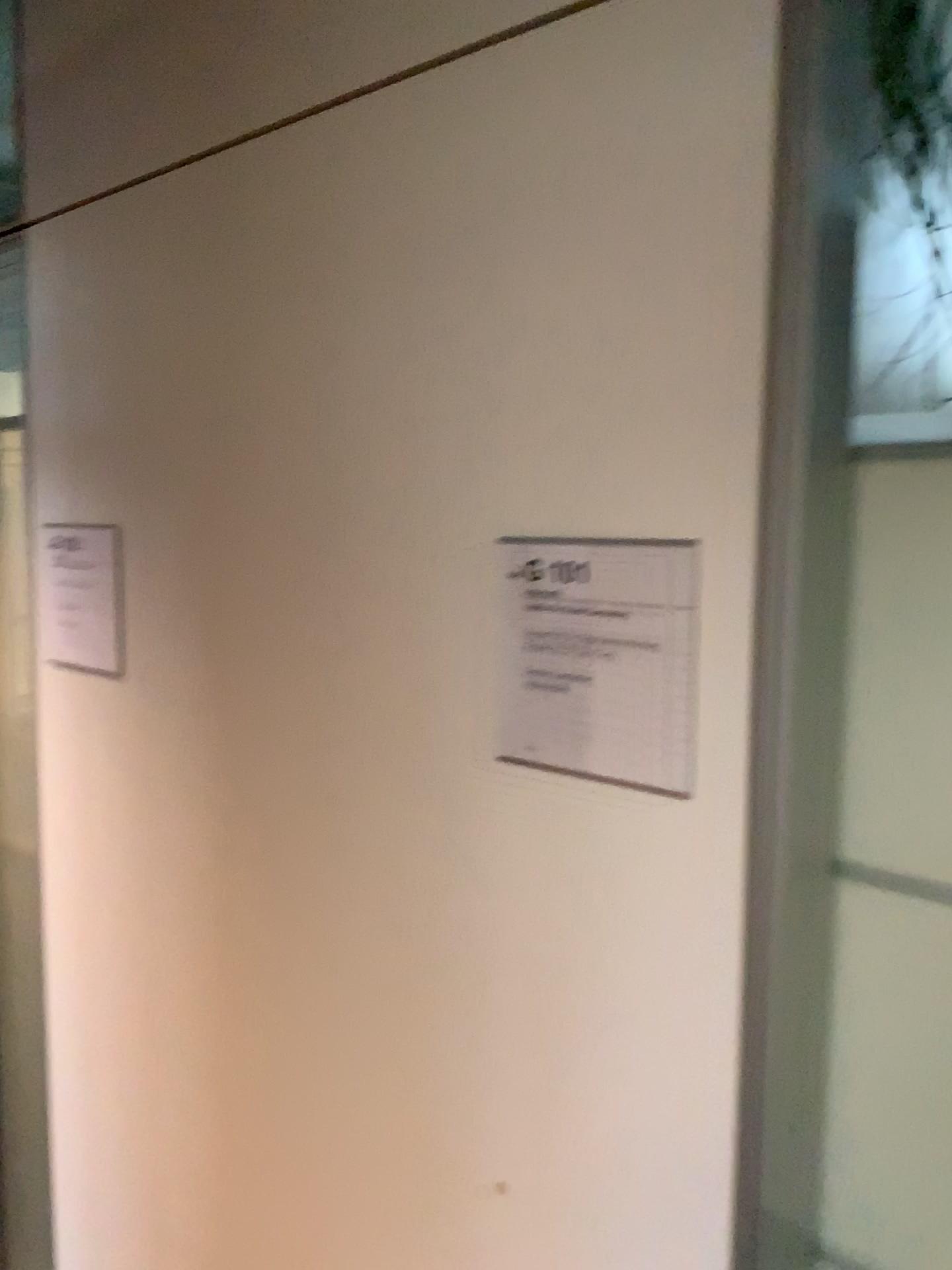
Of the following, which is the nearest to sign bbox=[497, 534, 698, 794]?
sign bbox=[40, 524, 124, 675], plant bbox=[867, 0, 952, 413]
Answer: plant bbox=[867, 0, 952, 413]

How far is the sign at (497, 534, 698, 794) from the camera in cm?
88

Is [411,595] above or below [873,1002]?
above

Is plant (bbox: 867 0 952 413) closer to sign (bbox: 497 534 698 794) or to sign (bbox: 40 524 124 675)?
sign (bbox: 497 534 698 794)

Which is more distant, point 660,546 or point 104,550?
point 104,550

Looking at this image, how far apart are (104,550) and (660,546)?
1.0 meters

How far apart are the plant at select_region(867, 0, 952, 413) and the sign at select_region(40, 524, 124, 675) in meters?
1.1 m

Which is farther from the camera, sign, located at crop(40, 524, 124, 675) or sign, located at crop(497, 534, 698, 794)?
sign, located at crop(40, 524, 124, 675)

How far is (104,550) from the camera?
1.6 meters
